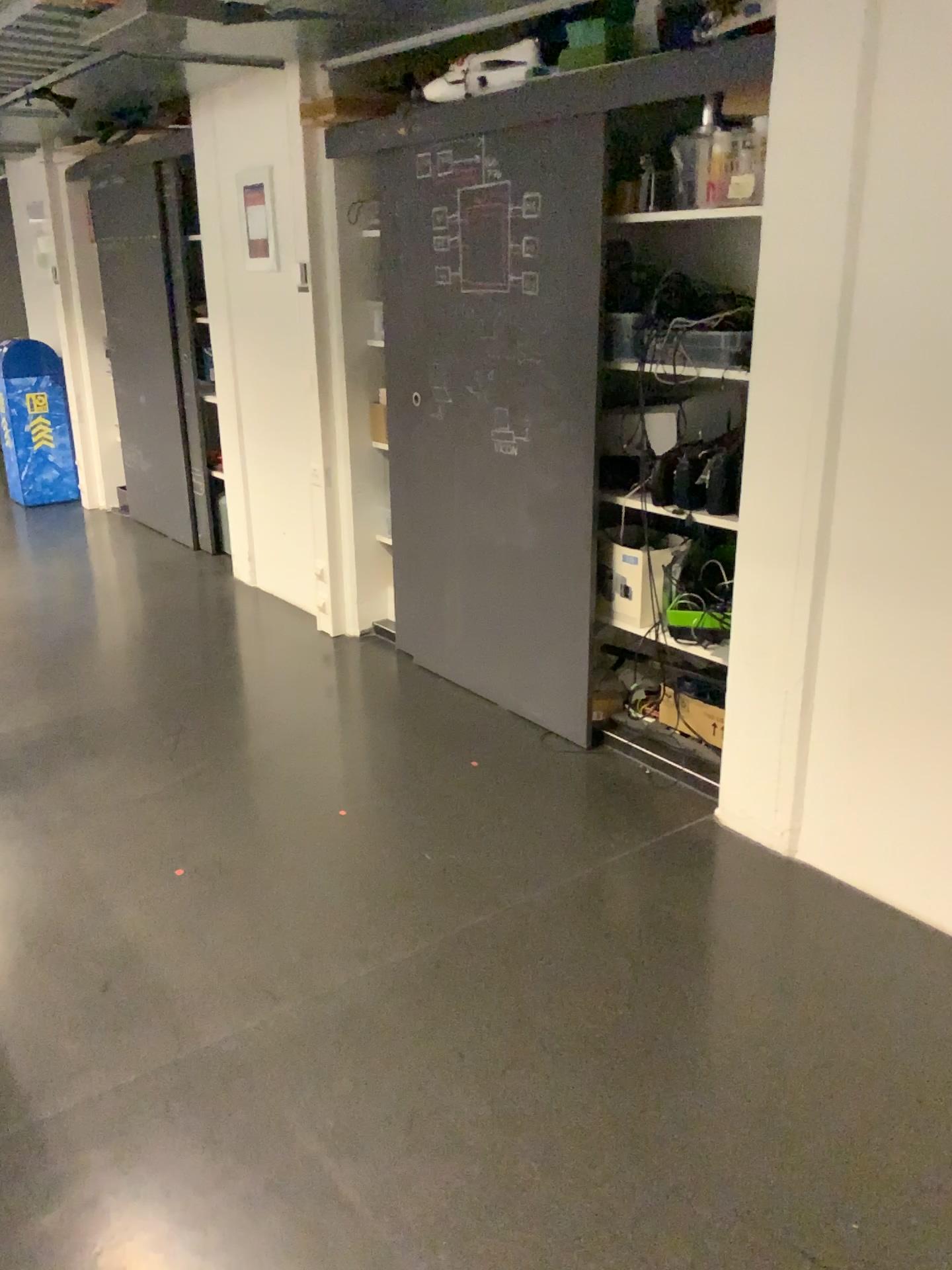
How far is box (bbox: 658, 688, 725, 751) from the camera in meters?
3.2

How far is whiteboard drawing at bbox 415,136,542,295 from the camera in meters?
3.2 m

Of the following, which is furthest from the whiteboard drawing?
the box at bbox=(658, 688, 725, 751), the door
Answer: the box at bbox=(658, 688, 725, 751)

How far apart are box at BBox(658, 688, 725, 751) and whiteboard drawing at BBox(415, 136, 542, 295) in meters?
1.4

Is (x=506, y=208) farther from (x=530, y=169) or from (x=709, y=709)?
(x=709, y=709)

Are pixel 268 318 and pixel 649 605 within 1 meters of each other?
no

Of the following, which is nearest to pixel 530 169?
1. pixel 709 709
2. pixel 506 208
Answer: pixel 506 208

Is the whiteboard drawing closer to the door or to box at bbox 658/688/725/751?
the door

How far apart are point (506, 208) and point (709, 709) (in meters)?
1.65

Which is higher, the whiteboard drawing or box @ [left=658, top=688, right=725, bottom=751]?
the whiteboard drawing
